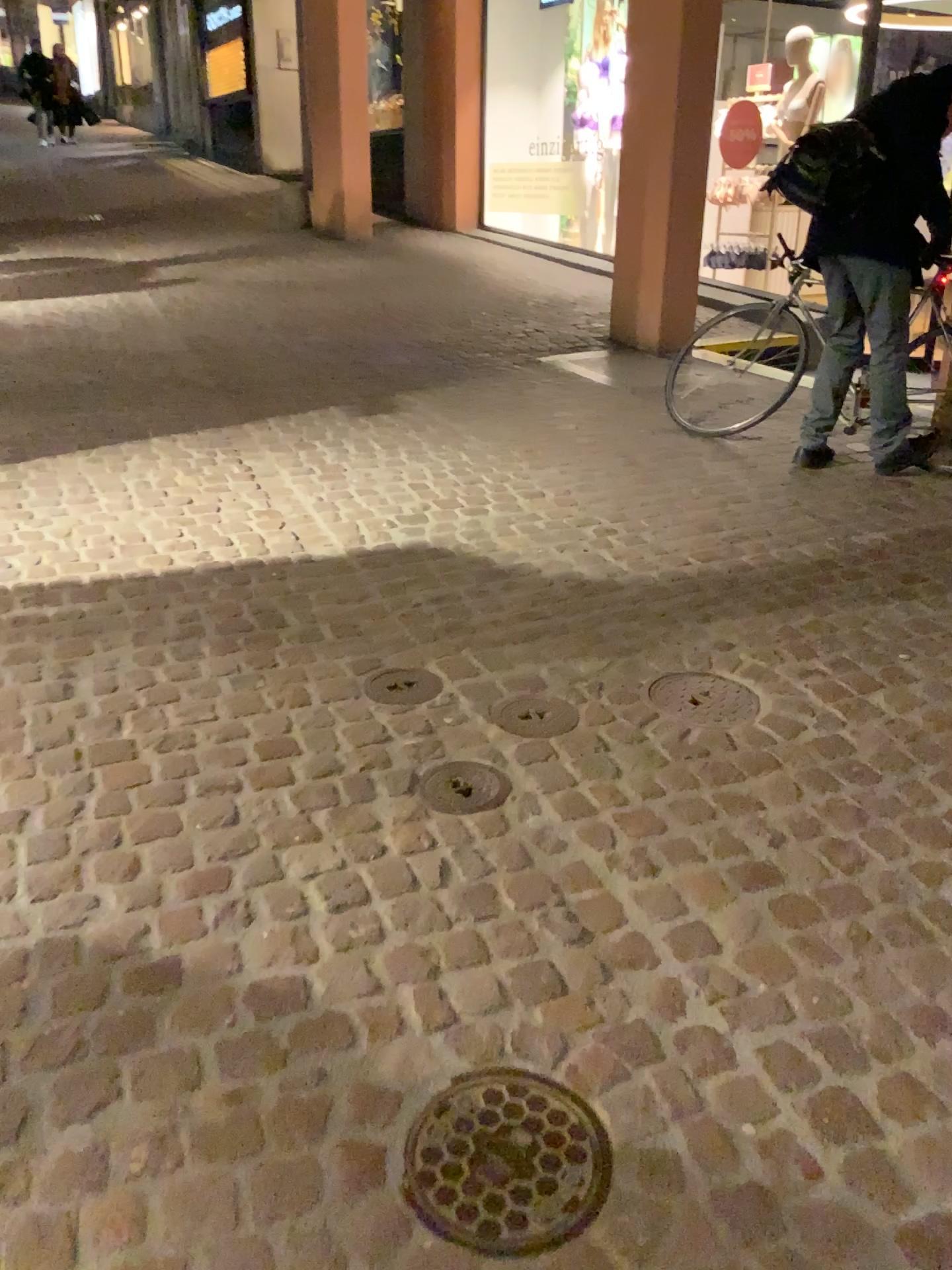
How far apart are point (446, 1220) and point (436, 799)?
0.9 meters

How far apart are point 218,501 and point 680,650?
1.8m

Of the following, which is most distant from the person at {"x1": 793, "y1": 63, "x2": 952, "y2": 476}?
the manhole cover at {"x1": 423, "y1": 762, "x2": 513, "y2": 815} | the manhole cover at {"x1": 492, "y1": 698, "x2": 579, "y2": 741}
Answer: the manhole cover at {"x1": 423, "y1": 762, "x2": 513, "y2": 815}

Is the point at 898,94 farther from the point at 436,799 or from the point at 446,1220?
the point at 446,1220

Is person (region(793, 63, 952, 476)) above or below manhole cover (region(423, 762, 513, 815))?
above

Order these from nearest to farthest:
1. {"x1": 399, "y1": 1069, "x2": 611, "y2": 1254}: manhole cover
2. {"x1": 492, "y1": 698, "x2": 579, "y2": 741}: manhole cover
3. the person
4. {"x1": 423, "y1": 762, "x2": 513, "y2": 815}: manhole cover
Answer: {"x1": 399, "y1": 1069, "x2": 611, "y2": 1254}: manhole cover, {"x1": 423, "y1": 762, "x2": 513, "y2": 815}: manhole cover, {"x1": 492, "y1": 698, "x2": 579, "y2": 741}: manhole cover, the person

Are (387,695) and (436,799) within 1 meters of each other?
yes

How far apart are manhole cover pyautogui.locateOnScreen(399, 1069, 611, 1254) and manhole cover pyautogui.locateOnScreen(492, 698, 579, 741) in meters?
1.0 m

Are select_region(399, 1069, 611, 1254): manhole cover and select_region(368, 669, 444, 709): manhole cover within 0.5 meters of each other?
no

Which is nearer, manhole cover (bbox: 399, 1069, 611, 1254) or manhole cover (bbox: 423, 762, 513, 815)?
manhole cover (bbox: 399, 1069, 611, 1254)
